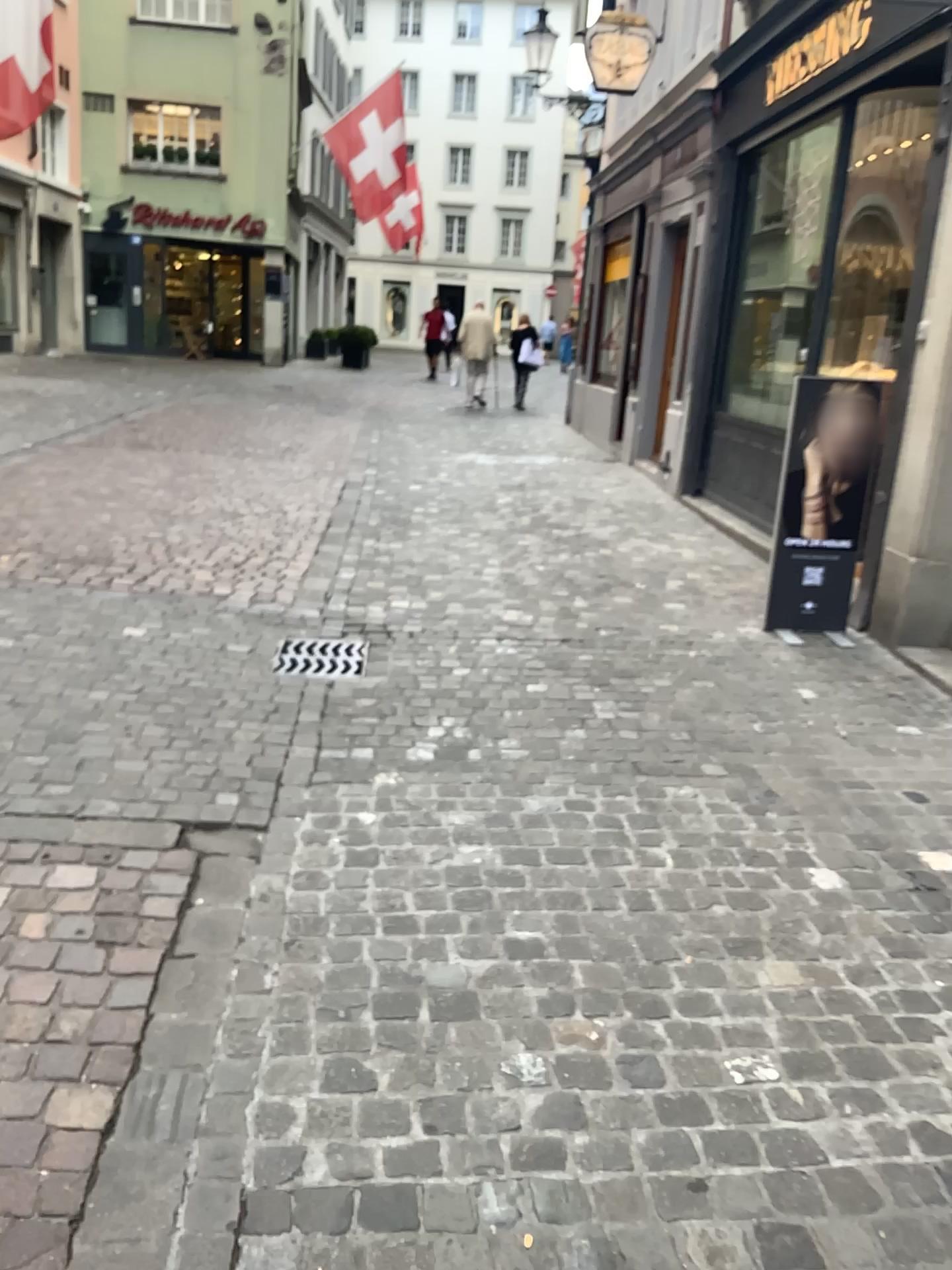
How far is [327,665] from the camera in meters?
4.3 m

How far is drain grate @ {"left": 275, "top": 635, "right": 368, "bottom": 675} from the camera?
4.3m

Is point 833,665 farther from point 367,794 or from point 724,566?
point 367,794
